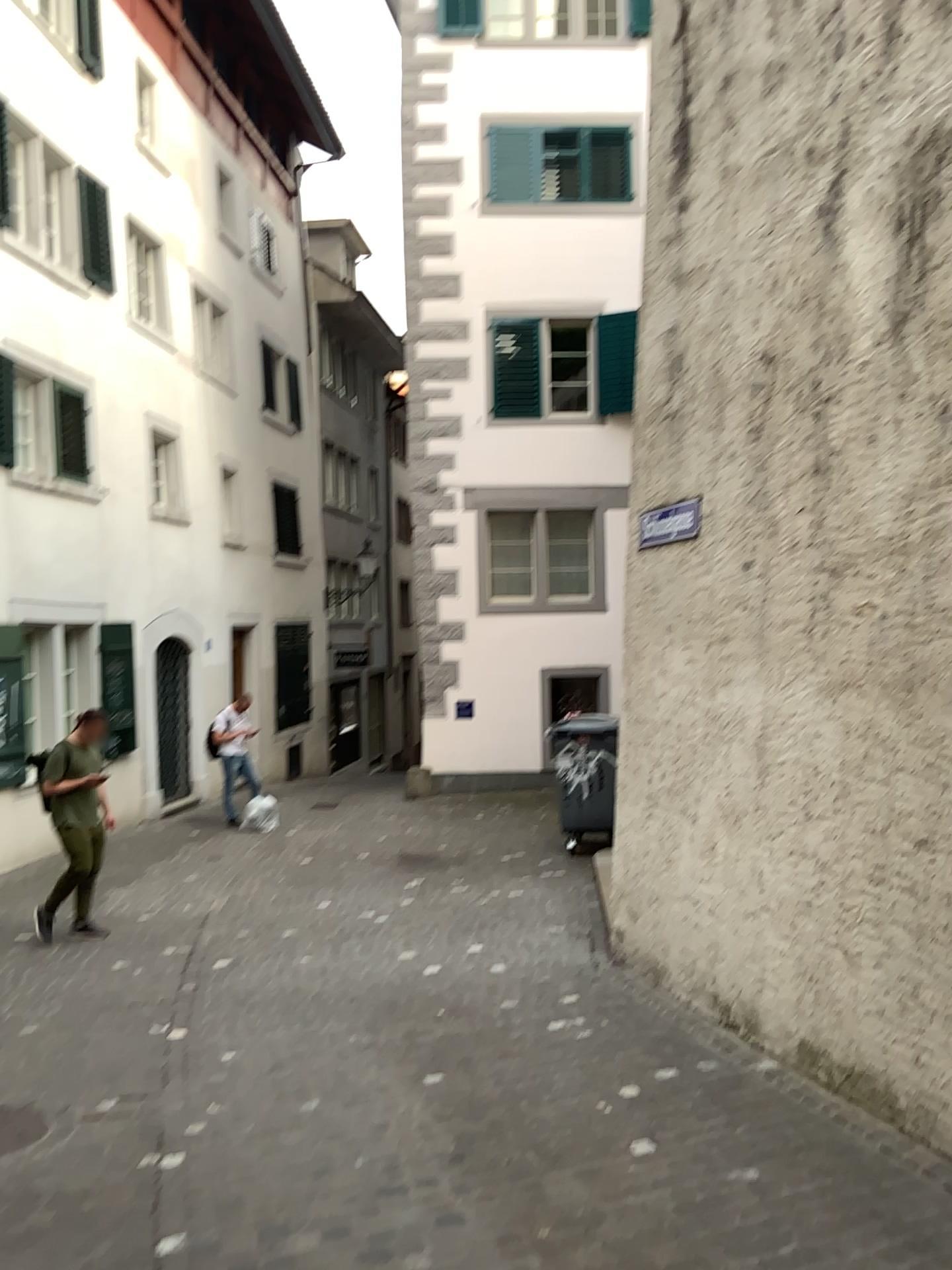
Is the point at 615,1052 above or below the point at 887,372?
below
